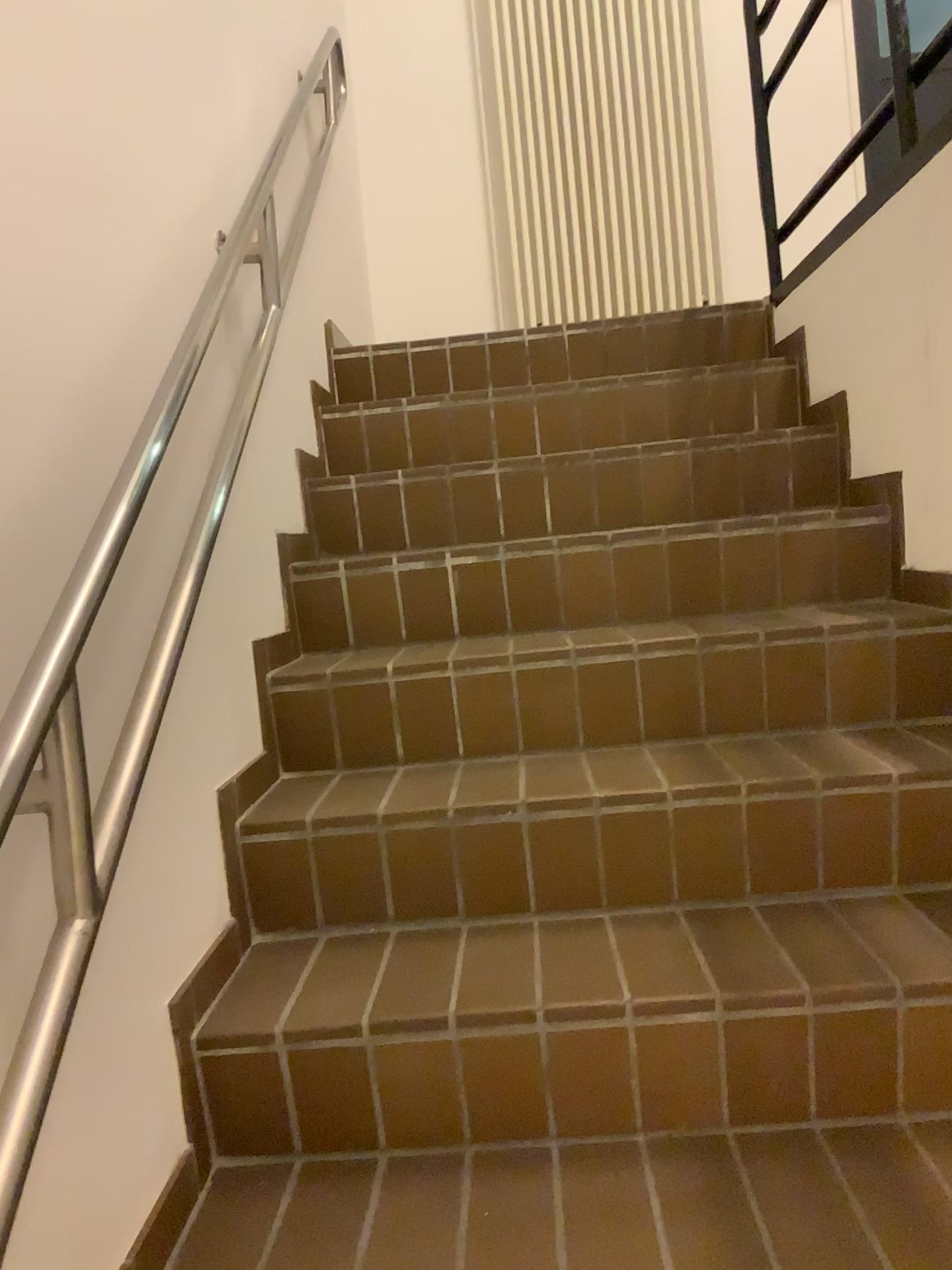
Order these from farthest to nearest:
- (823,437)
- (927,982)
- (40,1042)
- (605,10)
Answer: (605,10) → (823,437) → (927,982) → (40,1042)

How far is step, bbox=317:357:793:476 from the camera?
2.5 meters

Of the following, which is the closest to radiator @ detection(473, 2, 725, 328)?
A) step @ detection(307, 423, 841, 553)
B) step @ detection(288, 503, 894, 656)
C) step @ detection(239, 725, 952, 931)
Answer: step @ detection(307, 423, 841, 553)

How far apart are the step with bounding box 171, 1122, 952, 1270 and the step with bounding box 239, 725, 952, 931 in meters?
0.3

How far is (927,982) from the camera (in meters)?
1.26

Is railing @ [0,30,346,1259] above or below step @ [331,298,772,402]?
below

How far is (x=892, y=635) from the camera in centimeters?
176cm

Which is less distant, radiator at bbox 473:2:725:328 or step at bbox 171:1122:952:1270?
step at bbox 171:1122:952:1270

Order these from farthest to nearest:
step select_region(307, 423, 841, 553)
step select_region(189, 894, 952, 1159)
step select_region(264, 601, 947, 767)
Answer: step select_region(307, 423, 841, 553) < step select_region(264, 601, 947, 767) < step select_region(189, 894, 952, 1159)

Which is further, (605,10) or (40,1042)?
(605,10)
